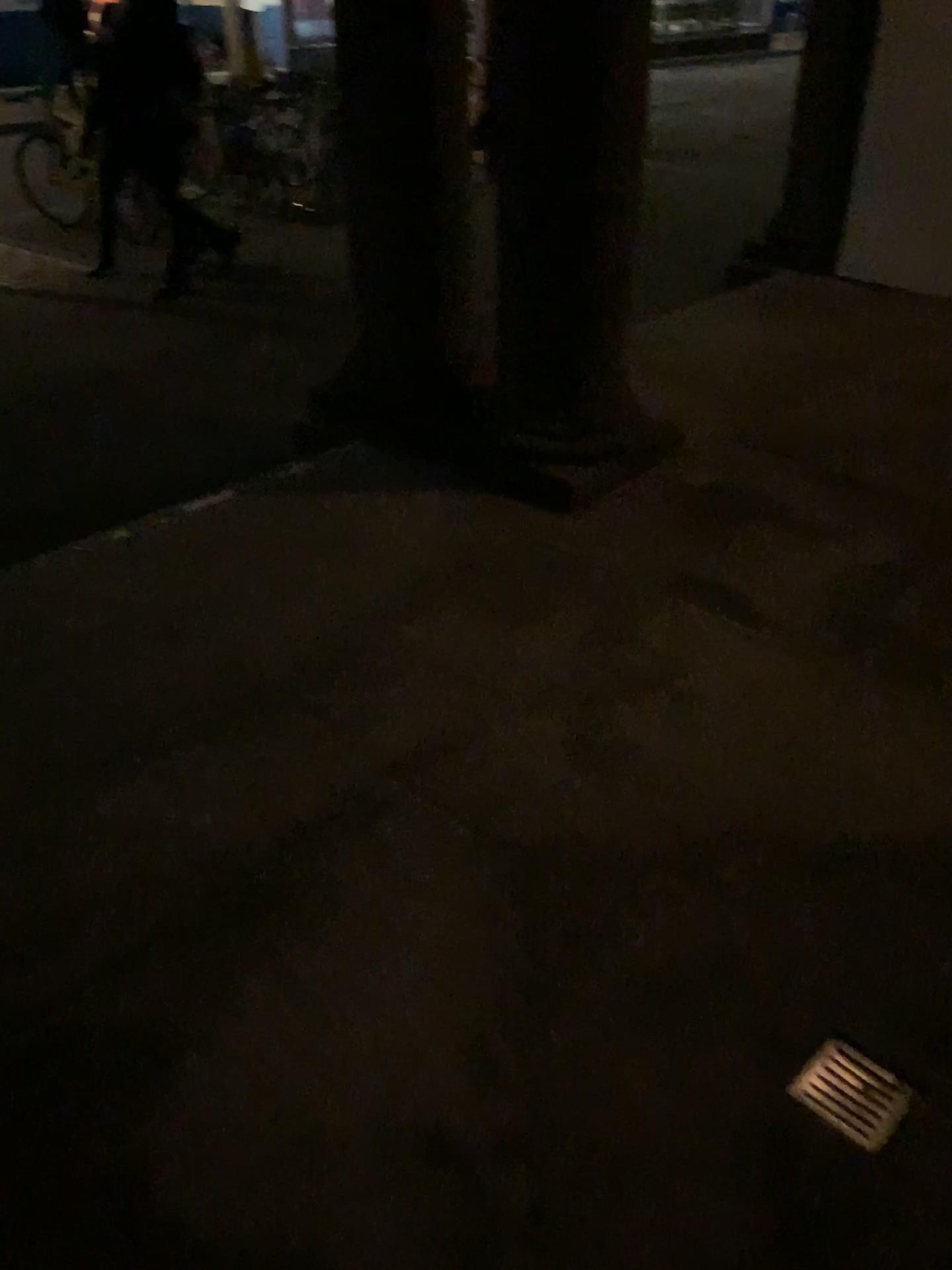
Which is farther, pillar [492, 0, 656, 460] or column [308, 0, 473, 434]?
column [308, 0, 473, 434]

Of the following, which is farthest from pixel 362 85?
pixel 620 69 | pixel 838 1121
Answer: pixel 838 1121

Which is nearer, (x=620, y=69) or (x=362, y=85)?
(x=620, y=69)

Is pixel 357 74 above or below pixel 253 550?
above

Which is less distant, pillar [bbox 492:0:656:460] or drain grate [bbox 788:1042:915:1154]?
drain grate [bbox 788:1042:915:1154]

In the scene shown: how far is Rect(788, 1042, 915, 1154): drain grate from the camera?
1.50m

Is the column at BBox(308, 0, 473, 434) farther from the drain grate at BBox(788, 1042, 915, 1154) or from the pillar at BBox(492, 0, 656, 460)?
the drain grate at BBox(788, 1042, 915, 1154)

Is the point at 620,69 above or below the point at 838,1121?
above

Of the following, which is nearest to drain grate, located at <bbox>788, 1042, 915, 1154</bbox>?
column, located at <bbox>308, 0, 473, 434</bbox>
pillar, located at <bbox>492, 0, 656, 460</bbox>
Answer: pillar, located at <bbox>492, 0, 656, 460</bbox>

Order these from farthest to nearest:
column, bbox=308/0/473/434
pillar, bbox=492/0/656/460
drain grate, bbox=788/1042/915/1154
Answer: column, bbox=308/0/473/434
pillar, bbox=492/0/656/460
drain grate, bbox=788/1042/915/1154
